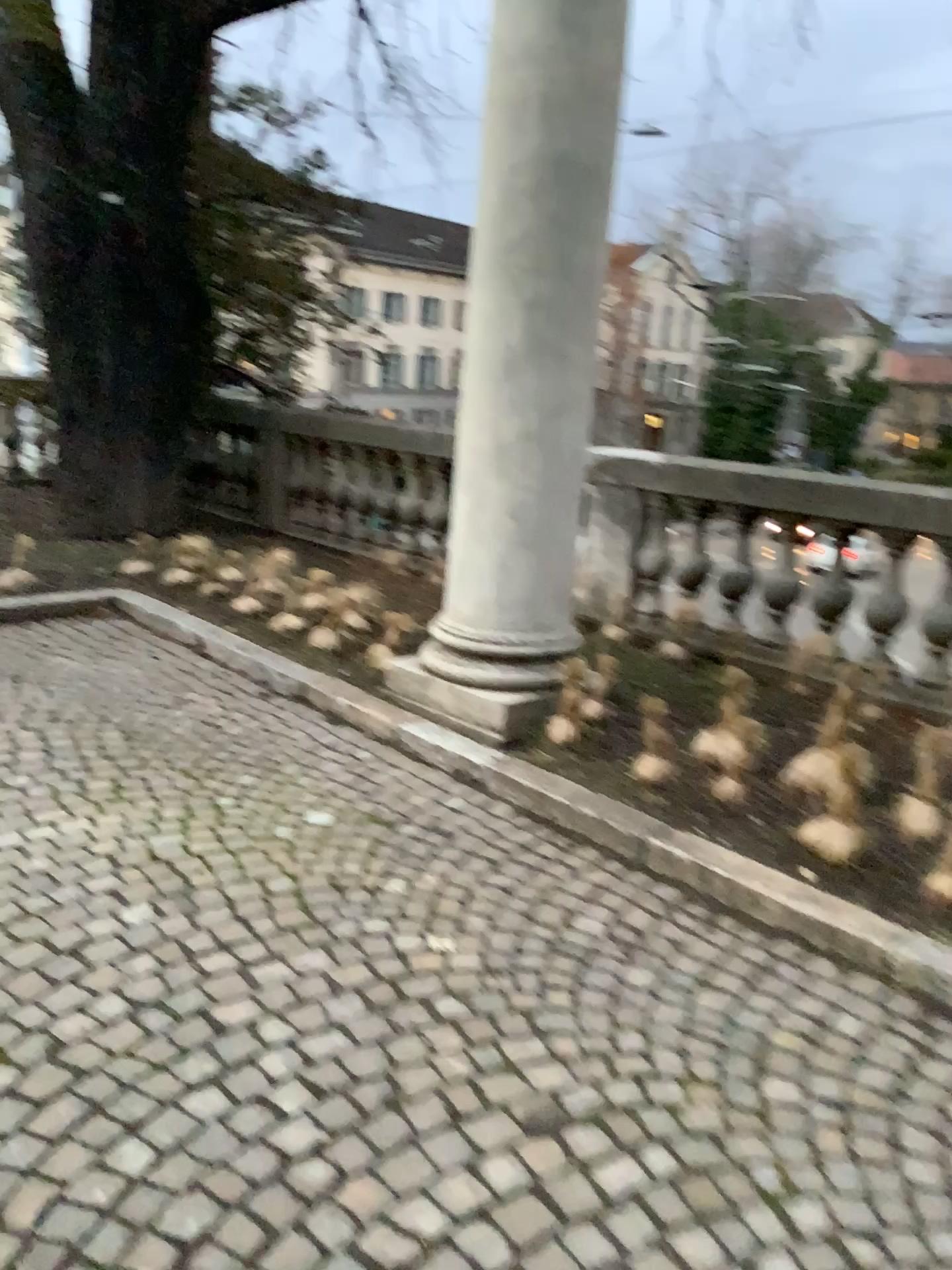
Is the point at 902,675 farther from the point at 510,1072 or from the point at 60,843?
the point at 60,843
